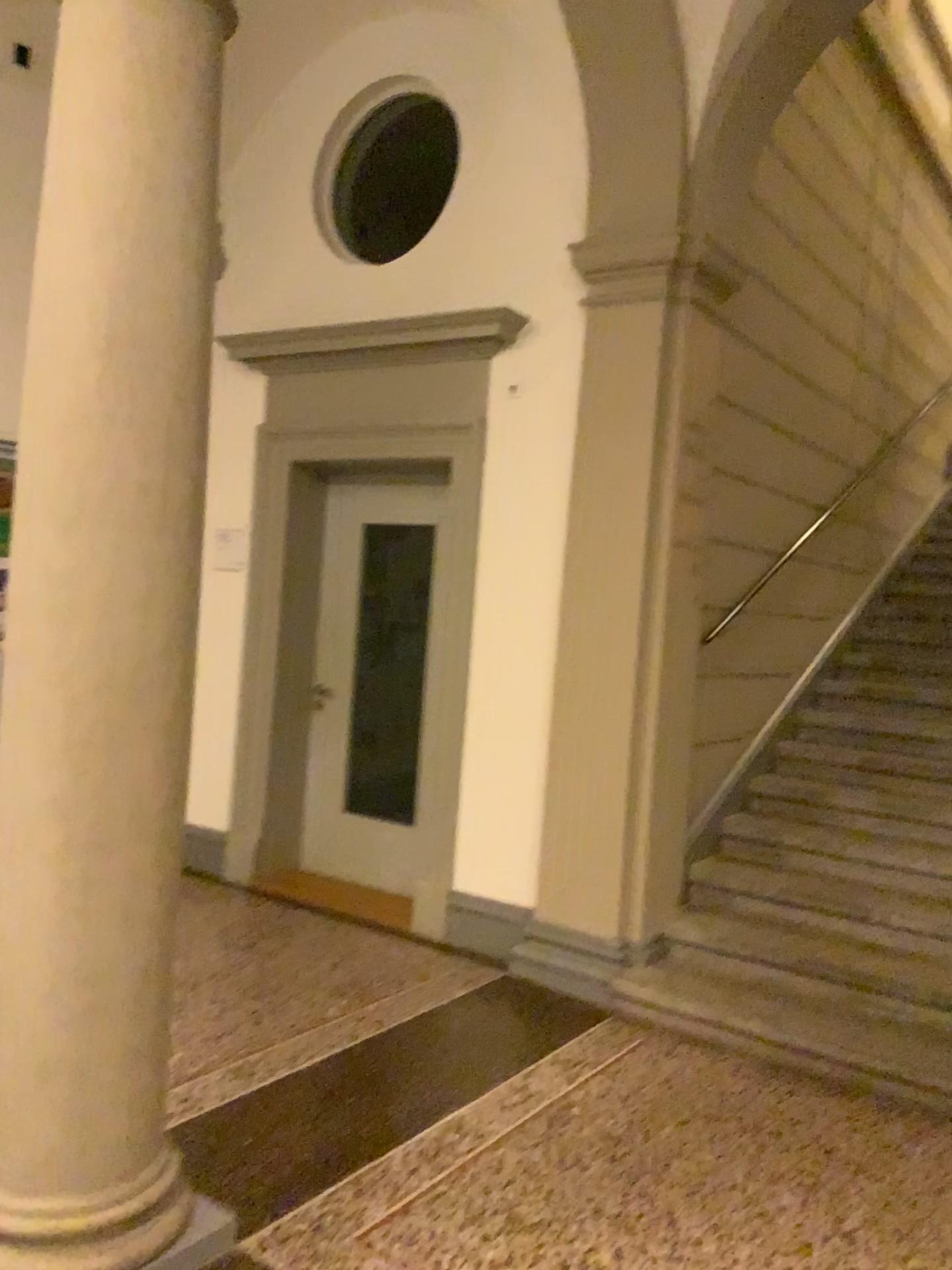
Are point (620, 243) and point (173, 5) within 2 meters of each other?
no

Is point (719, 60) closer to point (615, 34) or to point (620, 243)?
point (615, 34)

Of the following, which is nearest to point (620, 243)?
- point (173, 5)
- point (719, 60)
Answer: point (719, 60)

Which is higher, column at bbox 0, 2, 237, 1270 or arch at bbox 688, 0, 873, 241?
arch at bbox 688, 0, 873, 241

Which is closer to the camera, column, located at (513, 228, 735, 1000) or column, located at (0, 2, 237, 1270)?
column, located at (0, 2, 237, 1270)

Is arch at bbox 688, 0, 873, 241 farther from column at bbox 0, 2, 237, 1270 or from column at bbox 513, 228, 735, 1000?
column at bbox 0, 2, 237, 1270

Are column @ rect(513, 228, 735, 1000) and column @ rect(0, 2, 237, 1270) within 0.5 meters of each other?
no

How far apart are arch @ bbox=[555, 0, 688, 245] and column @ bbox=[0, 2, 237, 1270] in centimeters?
225cm

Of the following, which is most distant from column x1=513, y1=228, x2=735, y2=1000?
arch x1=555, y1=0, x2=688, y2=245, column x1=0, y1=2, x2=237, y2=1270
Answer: column x1=0, y1=2, x2=237, y2=1270

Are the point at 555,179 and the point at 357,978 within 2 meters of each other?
no
